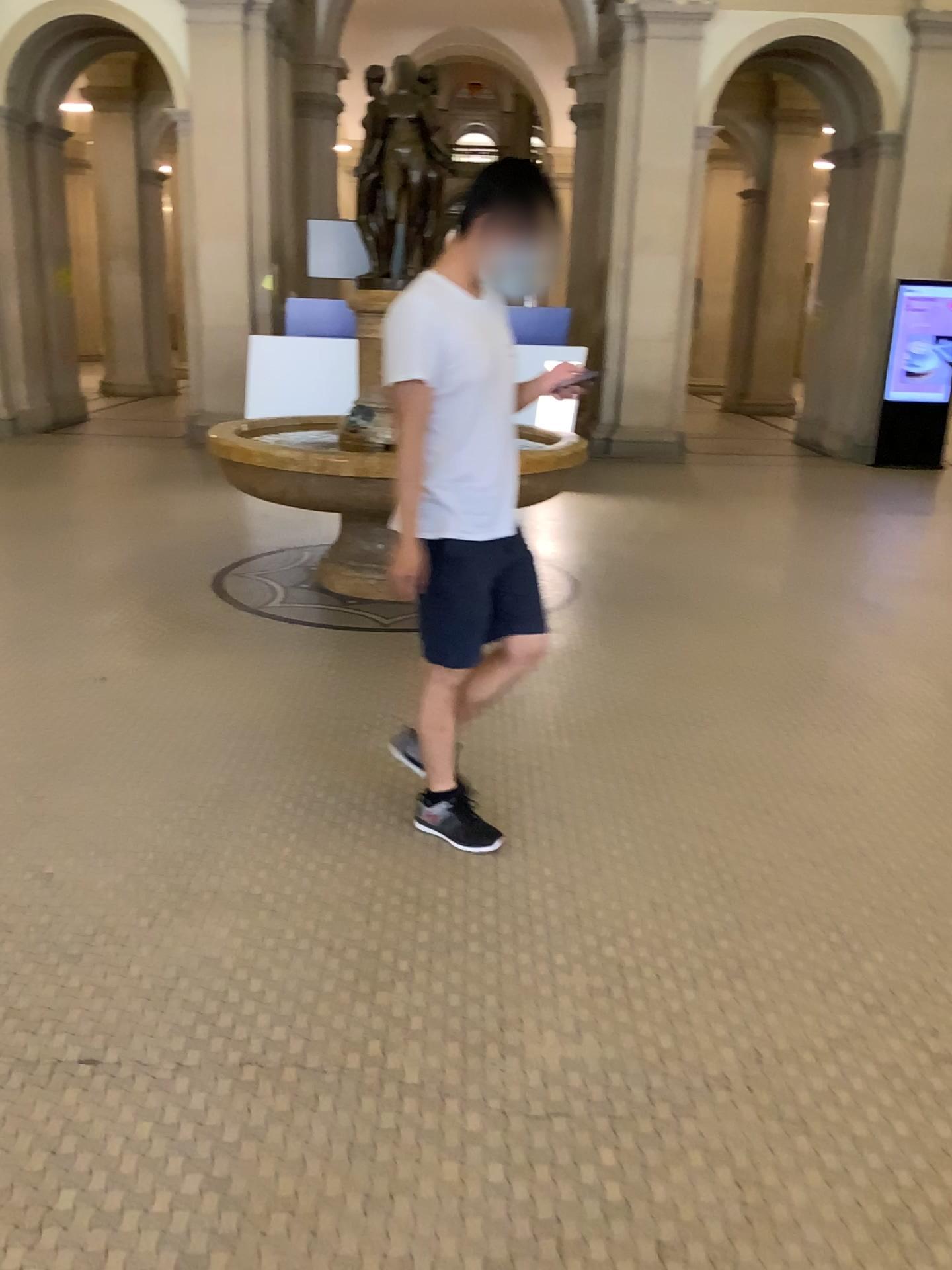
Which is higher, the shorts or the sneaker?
the shorts

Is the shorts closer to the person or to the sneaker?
the person

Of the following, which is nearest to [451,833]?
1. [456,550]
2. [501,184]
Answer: [456,550]

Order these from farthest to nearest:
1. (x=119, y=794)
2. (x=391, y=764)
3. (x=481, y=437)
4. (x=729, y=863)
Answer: (x=391, y=764) → (x=119, y=794) → (x=729, y=863) → (x=481, y=437)

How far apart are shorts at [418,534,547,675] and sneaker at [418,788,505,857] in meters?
0.4

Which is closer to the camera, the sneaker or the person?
the person

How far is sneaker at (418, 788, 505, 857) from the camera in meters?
2.9

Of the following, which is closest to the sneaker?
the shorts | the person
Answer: the person

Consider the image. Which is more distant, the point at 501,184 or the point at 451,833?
the point at 451,833

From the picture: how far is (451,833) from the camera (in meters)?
2.92
